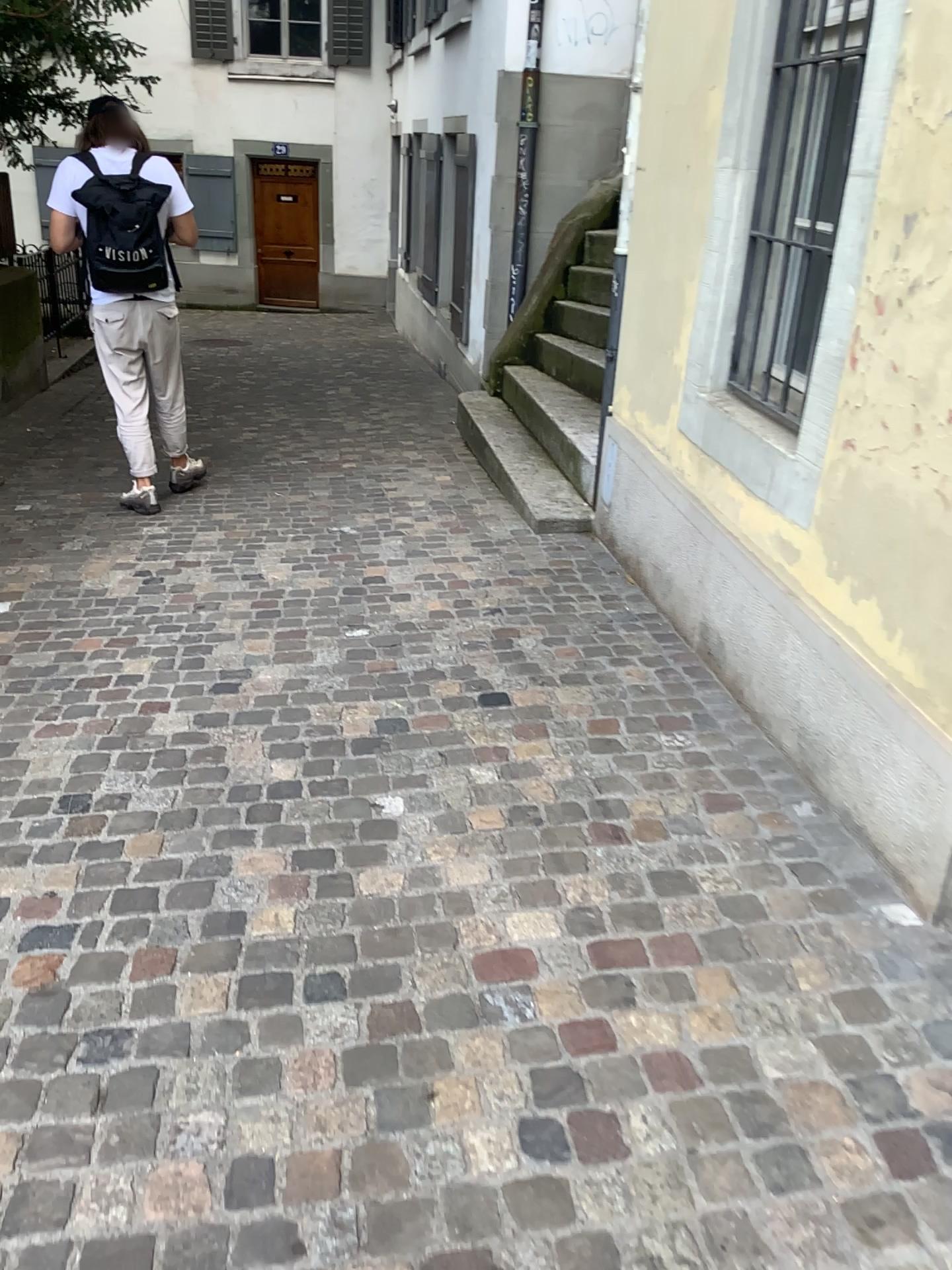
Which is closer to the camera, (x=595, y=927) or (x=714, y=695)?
(x=595, y=927)
